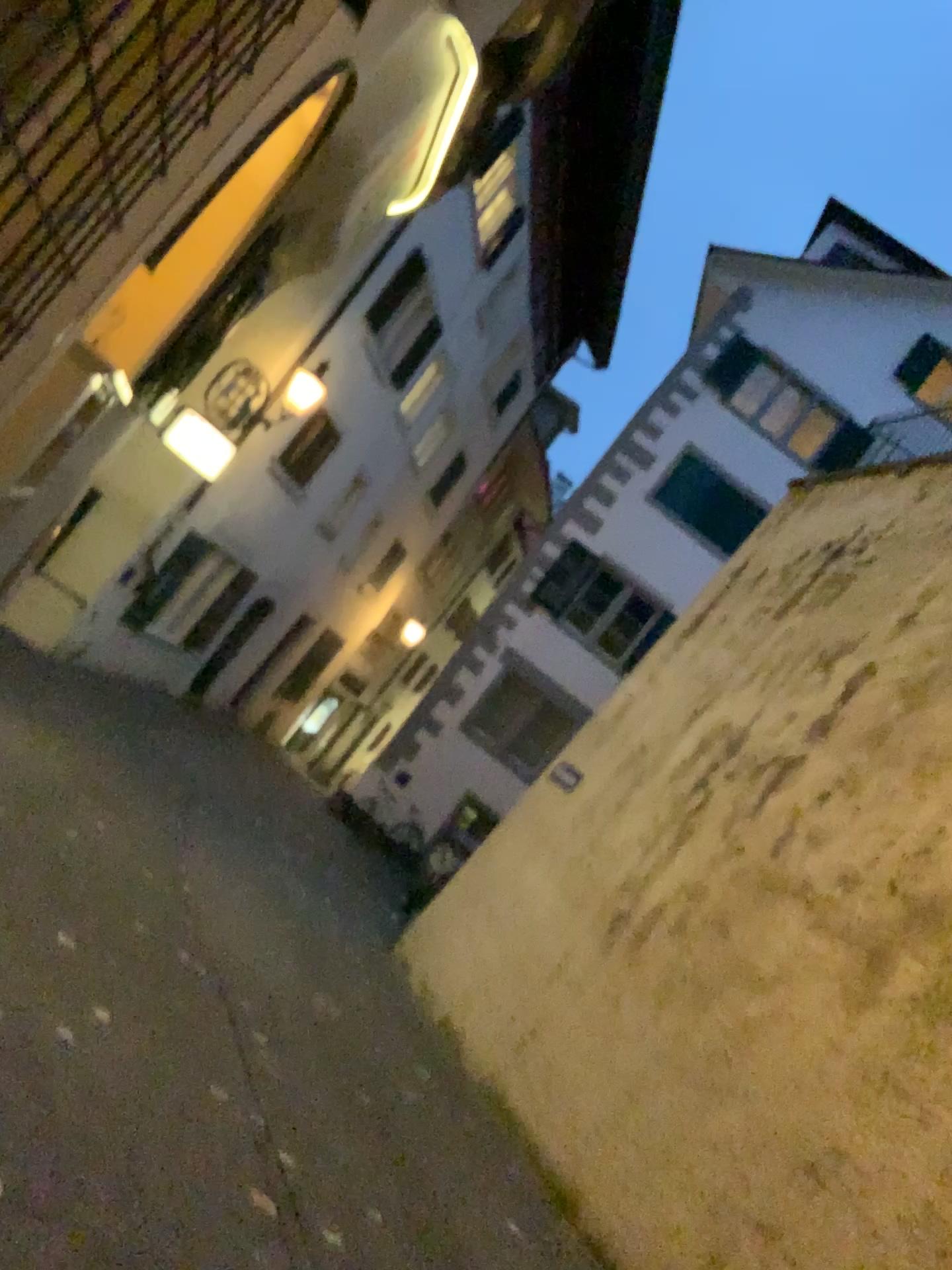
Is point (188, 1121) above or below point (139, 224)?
below
